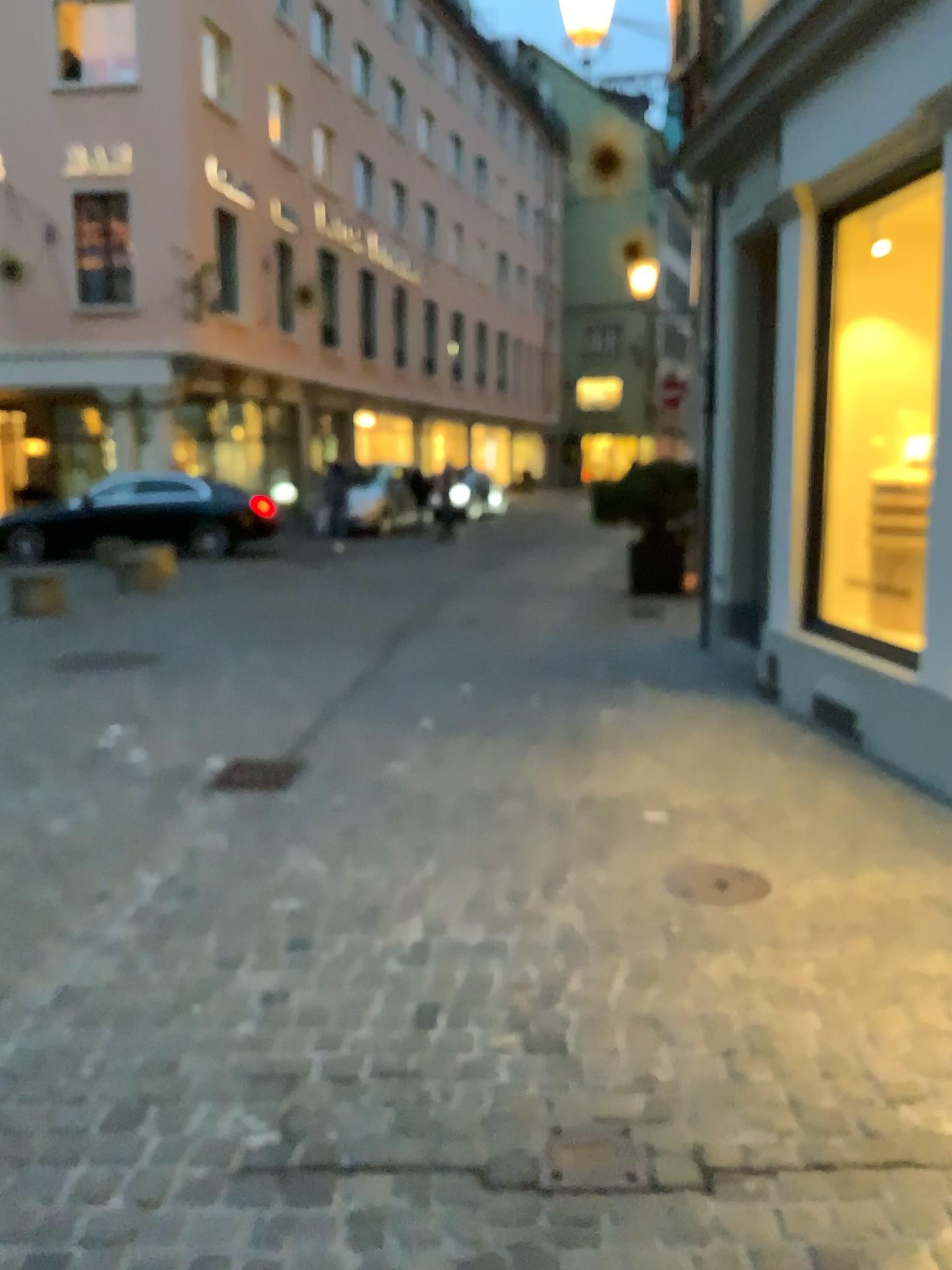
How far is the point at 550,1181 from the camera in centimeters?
200cm

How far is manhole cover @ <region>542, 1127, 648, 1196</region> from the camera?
2.00m

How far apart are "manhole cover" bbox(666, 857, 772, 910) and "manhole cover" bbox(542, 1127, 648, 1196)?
1.27m

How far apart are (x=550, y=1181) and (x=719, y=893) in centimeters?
149cm

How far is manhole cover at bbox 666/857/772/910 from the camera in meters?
3.3

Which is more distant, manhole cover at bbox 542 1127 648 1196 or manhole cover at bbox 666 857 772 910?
manhole cover at bbox 666 857 772 910

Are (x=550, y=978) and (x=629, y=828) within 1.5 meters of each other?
yes

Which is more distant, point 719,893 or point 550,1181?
point 719,893
